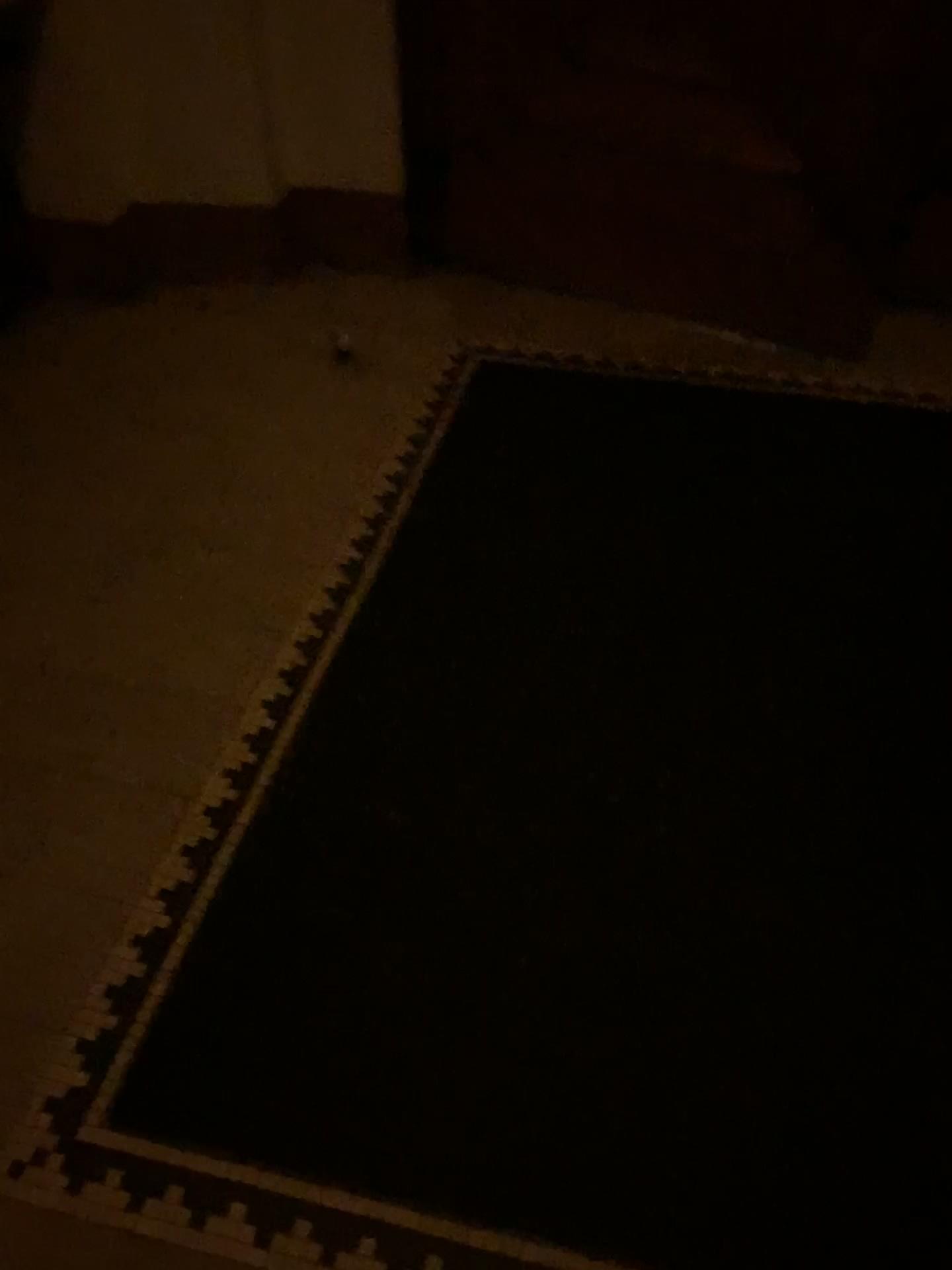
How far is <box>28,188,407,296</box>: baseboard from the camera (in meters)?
2.91

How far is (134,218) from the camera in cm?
291

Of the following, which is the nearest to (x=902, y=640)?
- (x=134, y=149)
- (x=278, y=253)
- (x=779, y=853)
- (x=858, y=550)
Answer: (x=858, y=550)
